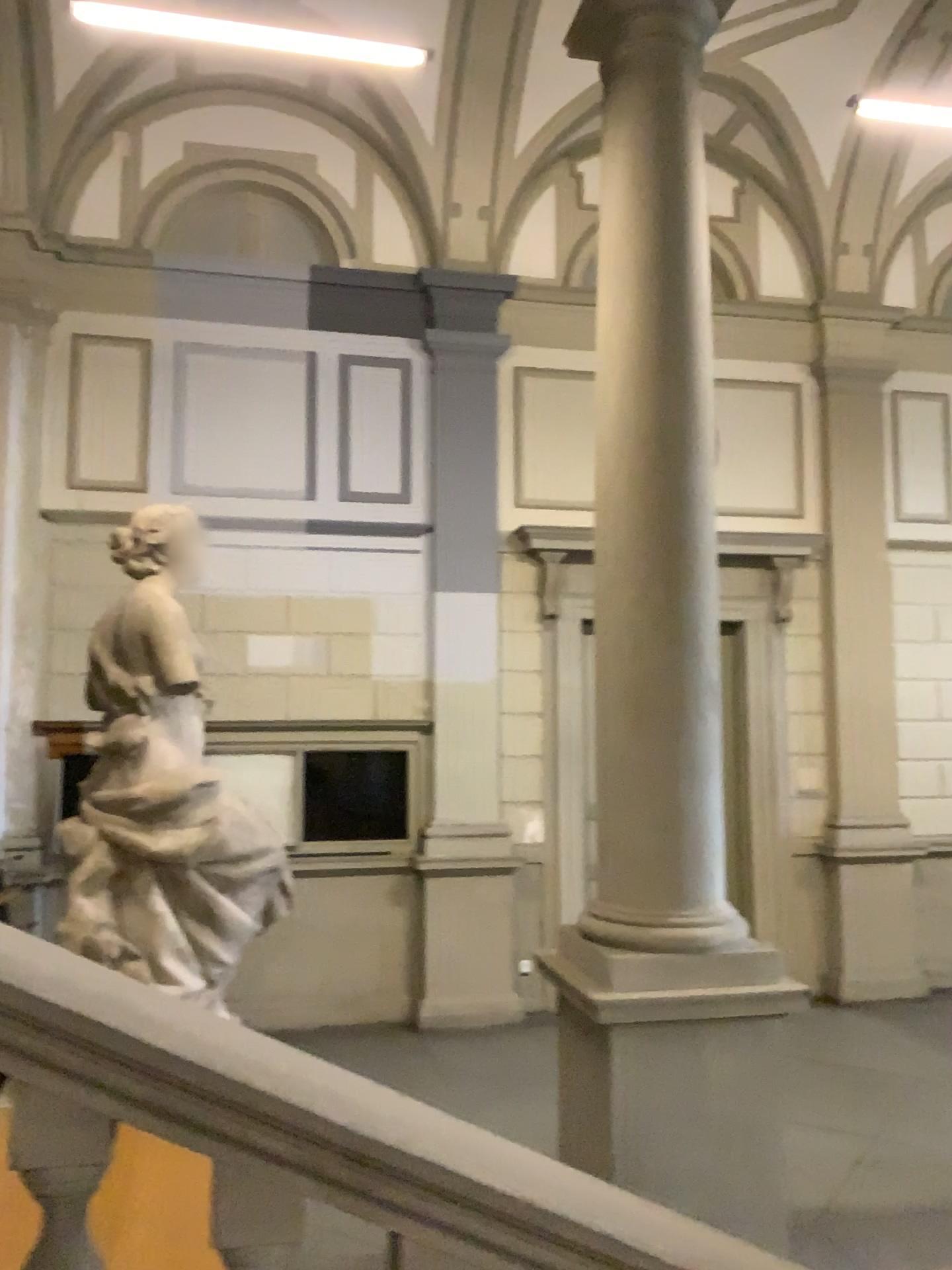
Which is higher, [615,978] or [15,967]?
[15,967]

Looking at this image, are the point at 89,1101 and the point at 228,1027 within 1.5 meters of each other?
yes

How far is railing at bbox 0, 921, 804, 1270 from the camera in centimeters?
146cm

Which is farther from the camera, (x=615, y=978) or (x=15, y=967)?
(x=615, y=978)

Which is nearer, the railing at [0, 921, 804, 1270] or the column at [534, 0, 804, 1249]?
the railing at [0, 921, 804, 1270]

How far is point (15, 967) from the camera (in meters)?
1.46
